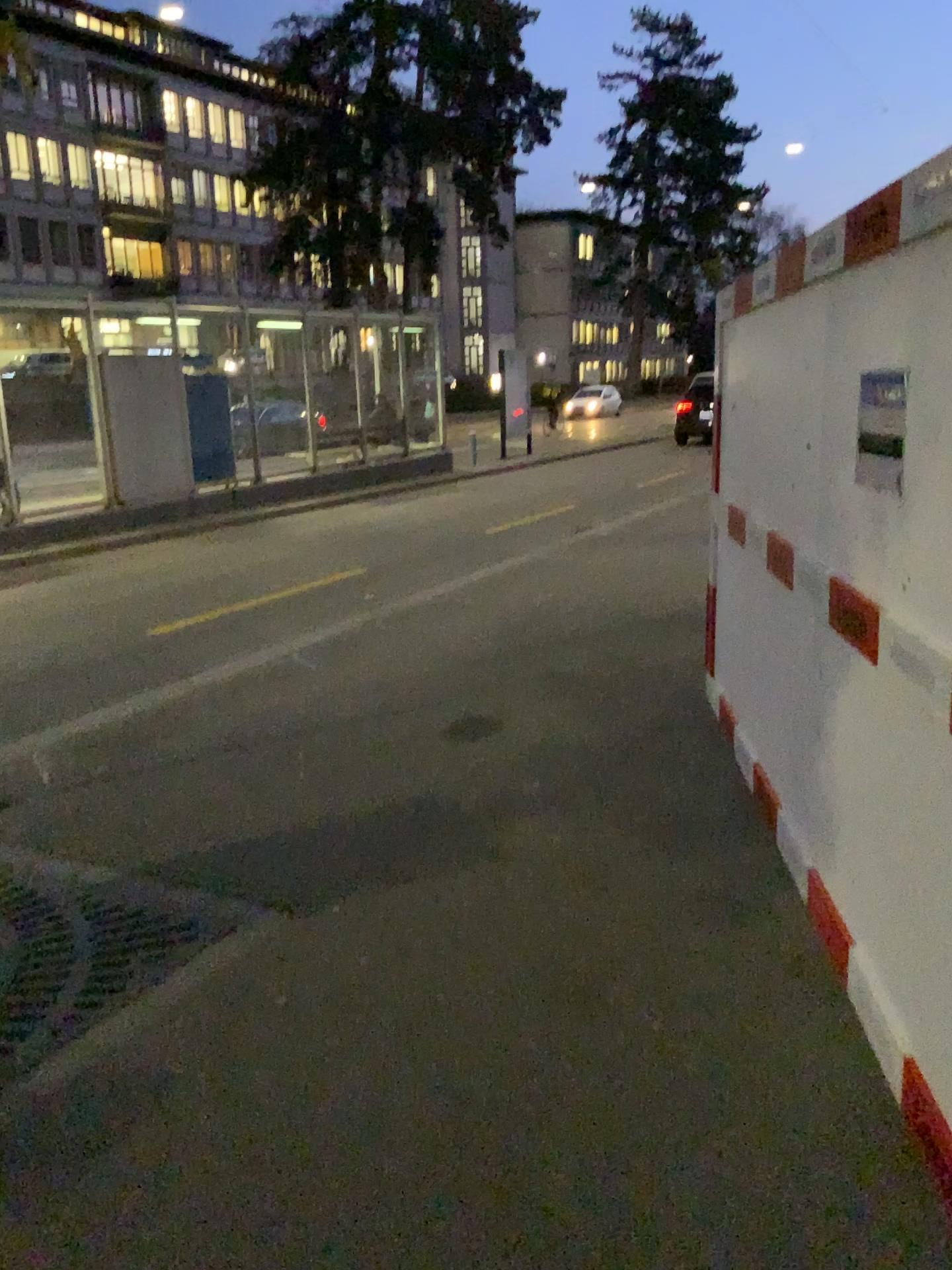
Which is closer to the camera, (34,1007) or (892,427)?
(892,427)

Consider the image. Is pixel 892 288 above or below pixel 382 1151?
above

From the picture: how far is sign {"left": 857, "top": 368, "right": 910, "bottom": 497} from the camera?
2.5 meters

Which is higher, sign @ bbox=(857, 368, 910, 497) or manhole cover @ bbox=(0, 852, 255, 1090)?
sign @ bbox=(857, 368, 910, 497)

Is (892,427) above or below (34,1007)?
above

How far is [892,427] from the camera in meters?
2.5 m

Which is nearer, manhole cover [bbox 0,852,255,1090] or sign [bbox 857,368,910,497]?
sign [bbox 857,368,910,497]
